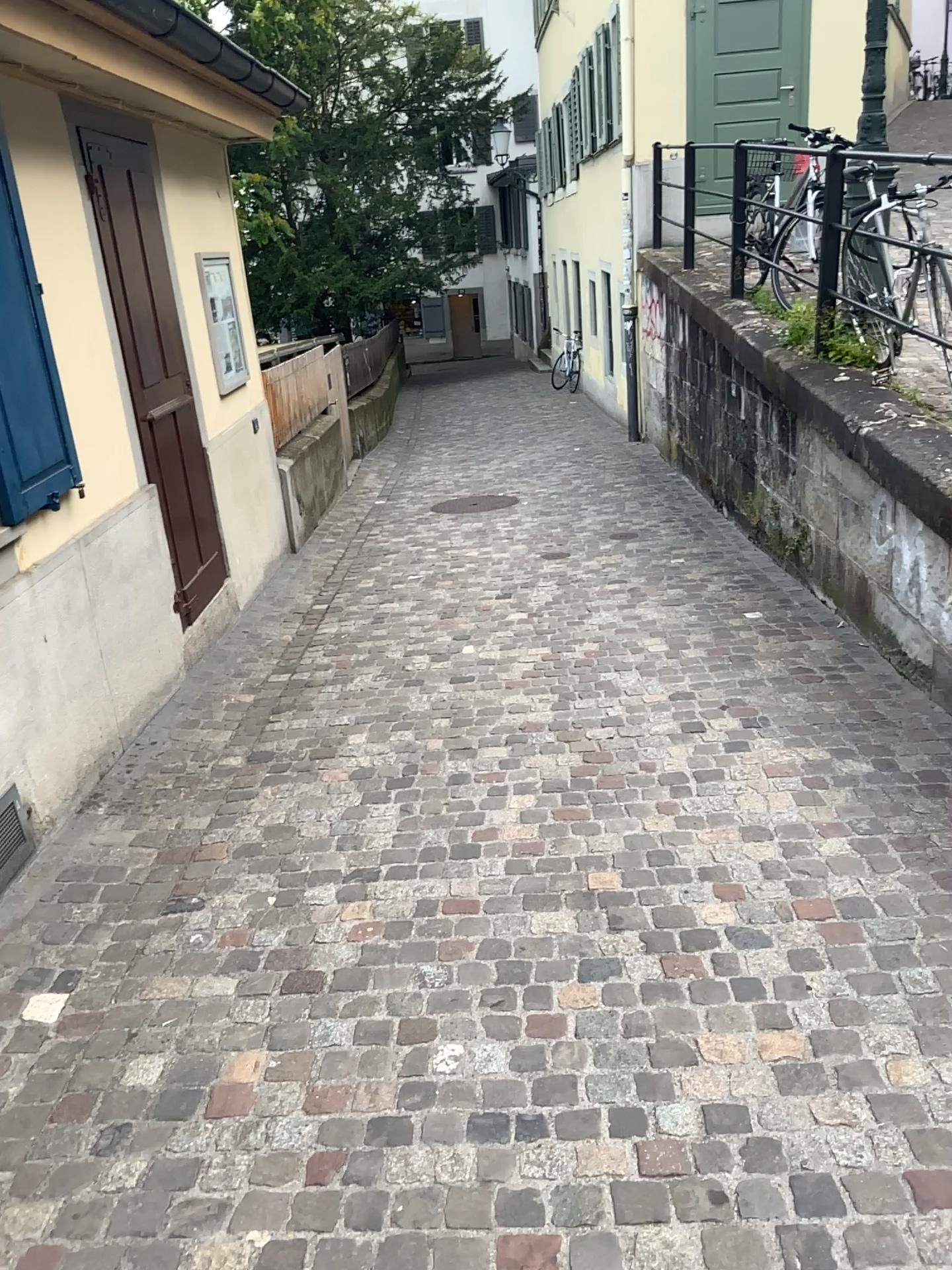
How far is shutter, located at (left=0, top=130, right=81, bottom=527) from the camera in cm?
323

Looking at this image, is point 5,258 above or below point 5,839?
above

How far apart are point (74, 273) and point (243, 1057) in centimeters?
299cm

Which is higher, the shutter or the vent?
the shutter

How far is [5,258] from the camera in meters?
3.2
